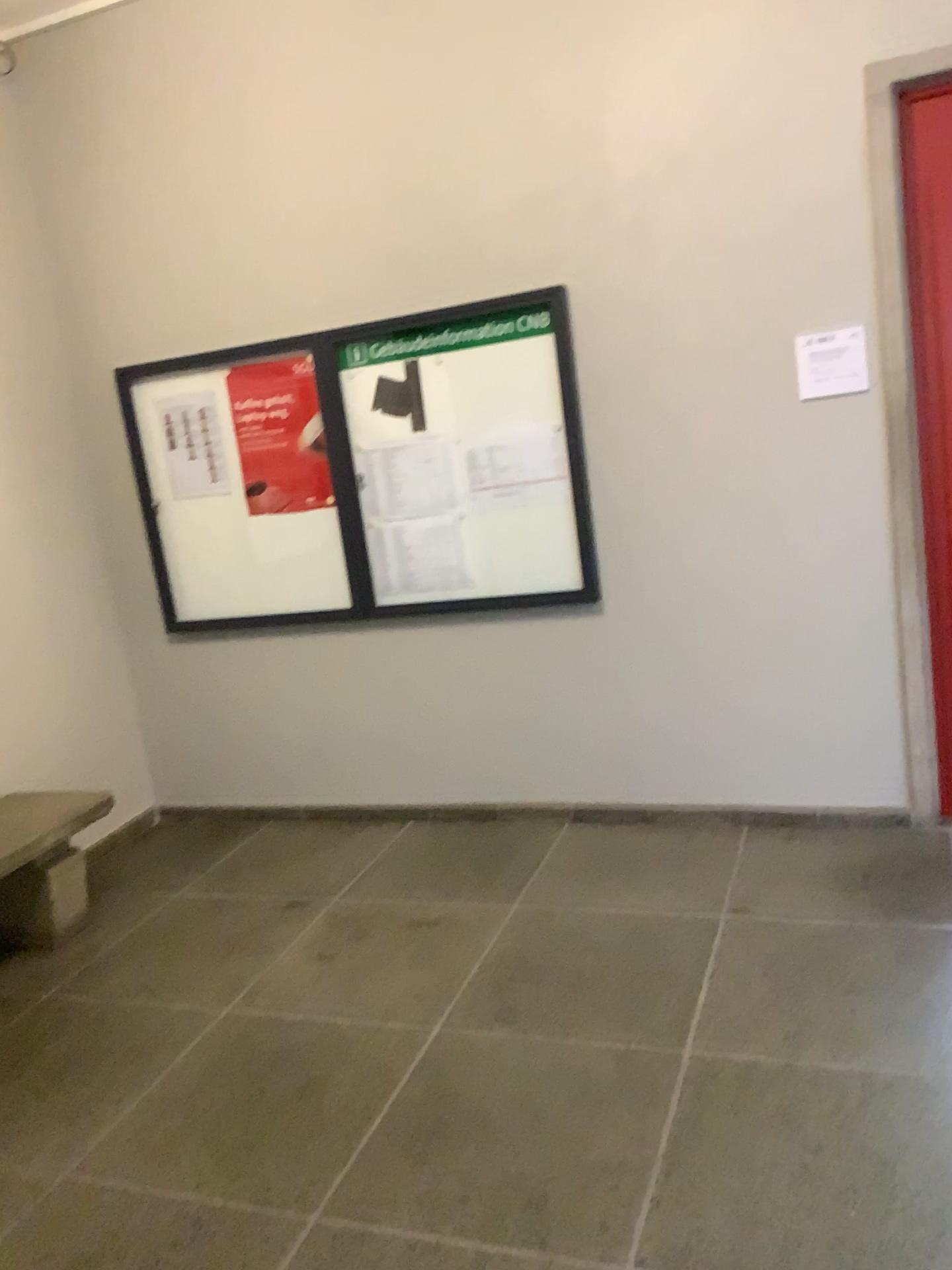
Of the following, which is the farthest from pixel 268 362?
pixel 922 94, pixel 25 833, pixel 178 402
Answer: pixel 922 94

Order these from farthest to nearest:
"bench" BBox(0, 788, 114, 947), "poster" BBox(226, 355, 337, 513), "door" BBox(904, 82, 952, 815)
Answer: "poster" BBox(226, 355, 337, 513), "bench" BBox(0, 788, 114, 947), "door" BBox(904, 82, 952, 815)

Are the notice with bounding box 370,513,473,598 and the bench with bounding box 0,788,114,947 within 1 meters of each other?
no

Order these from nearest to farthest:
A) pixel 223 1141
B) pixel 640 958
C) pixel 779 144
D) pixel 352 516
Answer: pixel 223 1141
pixel 640 958
pixel 779 144
pixel 352 516

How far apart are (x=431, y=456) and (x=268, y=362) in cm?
78

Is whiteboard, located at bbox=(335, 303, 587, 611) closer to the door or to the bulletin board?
the bulletin board

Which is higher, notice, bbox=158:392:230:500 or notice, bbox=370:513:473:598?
notice, bbox=158:392:230:500

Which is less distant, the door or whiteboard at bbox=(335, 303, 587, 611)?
the door

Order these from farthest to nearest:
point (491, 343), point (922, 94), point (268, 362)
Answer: point (268, 362), point (491, 343), point (922, 94)

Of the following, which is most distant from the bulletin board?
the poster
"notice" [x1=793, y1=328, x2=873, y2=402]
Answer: "notice" [x1=793, y1=328, x2=873, y2=402]
